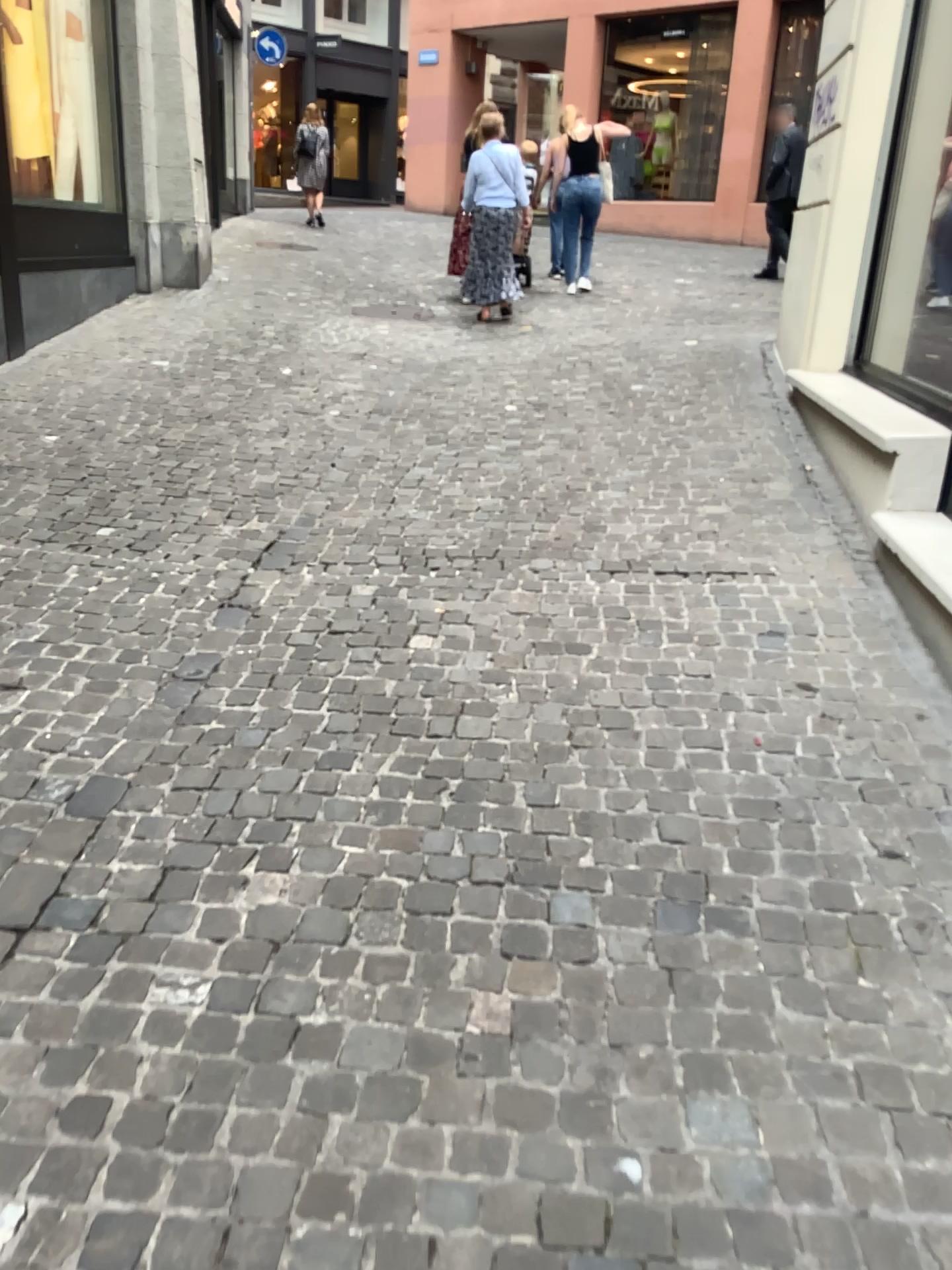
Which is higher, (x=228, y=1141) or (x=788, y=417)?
(x=788, y=417)
